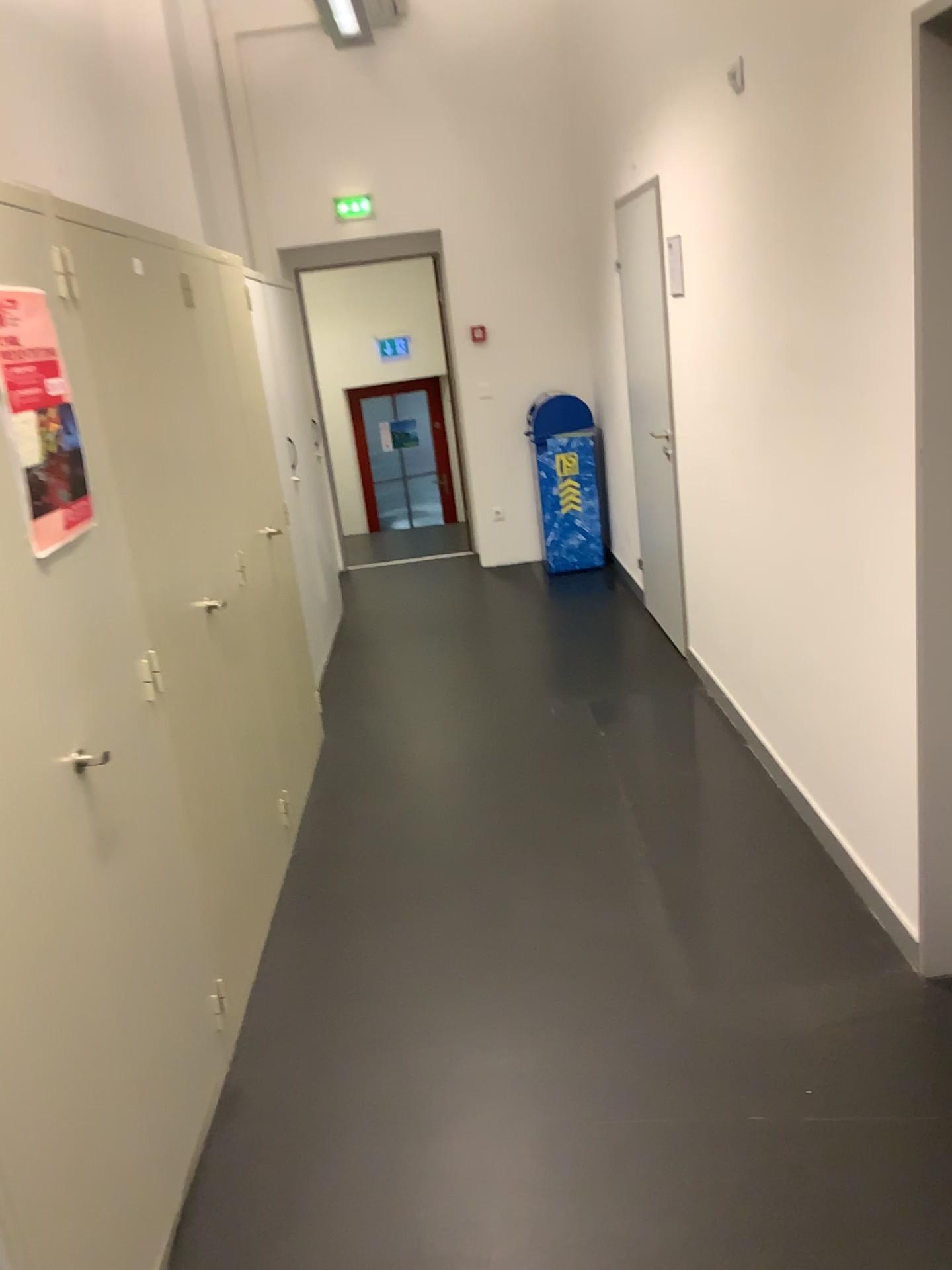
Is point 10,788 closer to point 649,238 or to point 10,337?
point 10,337

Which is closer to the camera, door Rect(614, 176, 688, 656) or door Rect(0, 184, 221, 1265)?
door Rect(0, 184, 221, 1265)

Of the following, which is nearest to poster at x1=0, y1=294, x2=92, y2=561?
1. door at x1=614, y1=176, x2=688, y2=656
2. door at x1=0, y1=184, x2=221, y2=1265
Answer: door at x1=0, y1=184, x2=221, y2=1265

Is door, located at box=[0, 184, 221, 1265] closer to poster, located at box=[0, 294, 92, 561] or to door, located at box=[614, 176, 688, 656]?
poster, located at box=[0, 294, 92, 561]

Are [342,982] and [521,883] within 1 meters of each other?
yes

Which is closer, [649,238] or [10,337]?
[10,337]

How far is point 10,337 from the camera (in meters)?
1.68

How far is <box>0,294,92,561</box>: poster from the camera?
1.68m

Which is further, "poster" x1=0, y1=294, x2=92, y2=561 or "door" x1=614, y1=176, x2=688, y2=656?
"door" x1=614, y1=176, x2=688, y2=656
